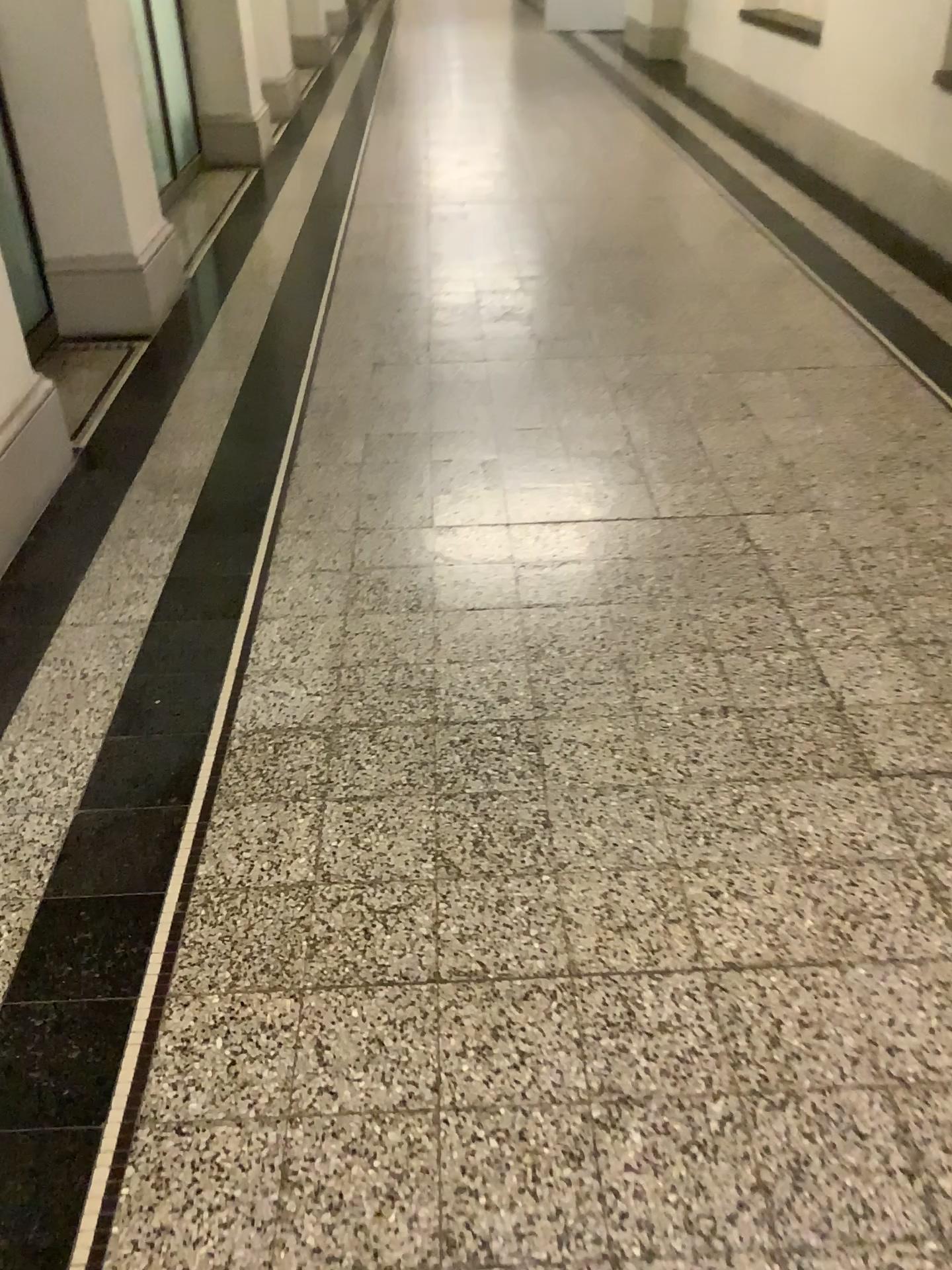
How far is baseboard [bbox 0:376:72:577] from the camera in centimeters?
260cm

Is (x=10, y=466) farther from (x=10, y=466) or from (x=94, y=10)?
(x=94, y=10)

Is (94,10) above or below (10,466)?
above

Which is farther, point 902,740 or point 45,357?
point 45,357

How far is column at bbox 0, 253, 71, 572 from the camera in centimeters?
260cm

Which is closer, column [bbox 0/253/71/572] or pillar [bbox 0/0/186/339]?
column [bbox 0/253/71/572]

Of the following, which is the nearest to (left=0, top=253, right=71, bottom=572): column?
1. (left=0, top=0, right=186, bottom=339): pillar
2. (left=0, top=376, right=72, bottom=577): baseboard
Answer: (left=0, top=376, right=72, bottom=577): baseboard

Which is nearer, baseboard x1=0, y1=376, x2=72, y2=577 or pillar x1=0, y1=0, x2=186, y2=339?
baseboard x1=0, y1=376, x2=72, y2=577

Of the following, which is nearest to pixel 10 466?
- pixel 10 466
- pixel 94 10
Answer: pixel 10 466

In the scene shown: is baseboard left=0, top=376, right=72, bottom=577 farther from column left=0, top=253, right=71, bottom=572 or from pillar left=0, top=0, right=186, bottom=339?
pillar left=0, top=0, right=186, bottom=339
